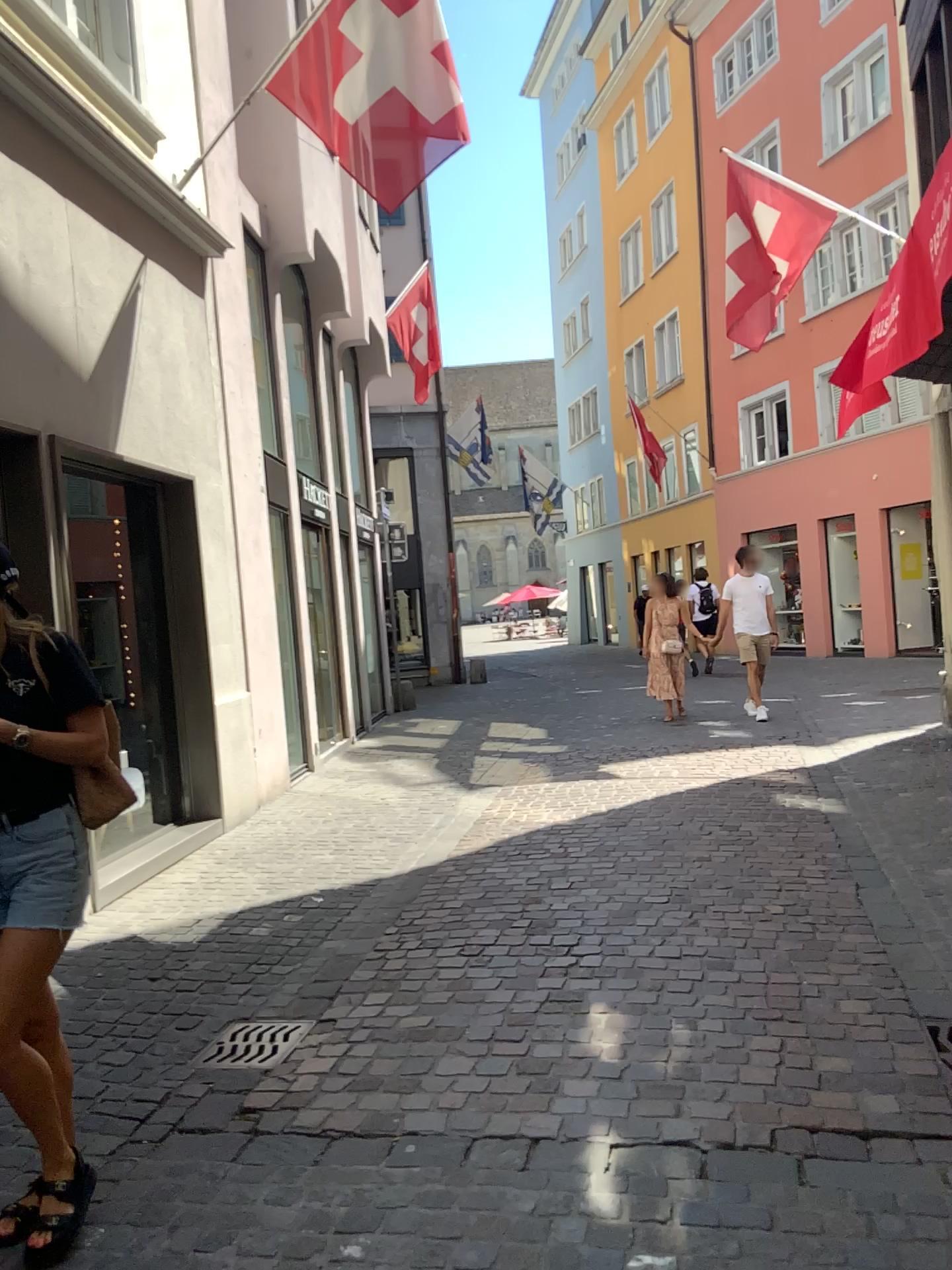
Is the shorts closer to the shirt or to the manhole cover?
the shirt

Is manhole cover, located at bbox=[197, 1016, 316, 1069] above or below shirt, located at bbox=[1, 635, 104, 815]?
below

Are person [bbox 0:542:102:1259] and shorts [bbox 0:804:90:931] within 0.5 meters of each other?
yes

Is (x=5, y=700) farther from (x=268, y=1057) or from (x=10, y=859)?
(x=268, y=1057)

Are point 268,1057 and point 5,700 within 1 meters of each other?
no

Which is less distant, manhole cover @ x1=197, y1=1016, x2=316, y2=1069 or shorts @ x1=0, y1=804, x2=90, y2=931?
shorts @ x1=0, y1=804, x2=90, y2=931

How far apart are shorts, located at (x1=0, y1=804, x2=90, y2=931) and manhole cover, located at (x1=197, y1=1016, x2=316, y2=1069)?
1.1m

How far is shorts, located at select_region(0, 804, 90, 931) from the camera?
2.4m

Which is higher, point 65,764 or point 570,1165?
point 65,764

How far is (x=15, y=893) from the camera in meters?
2.4 m
